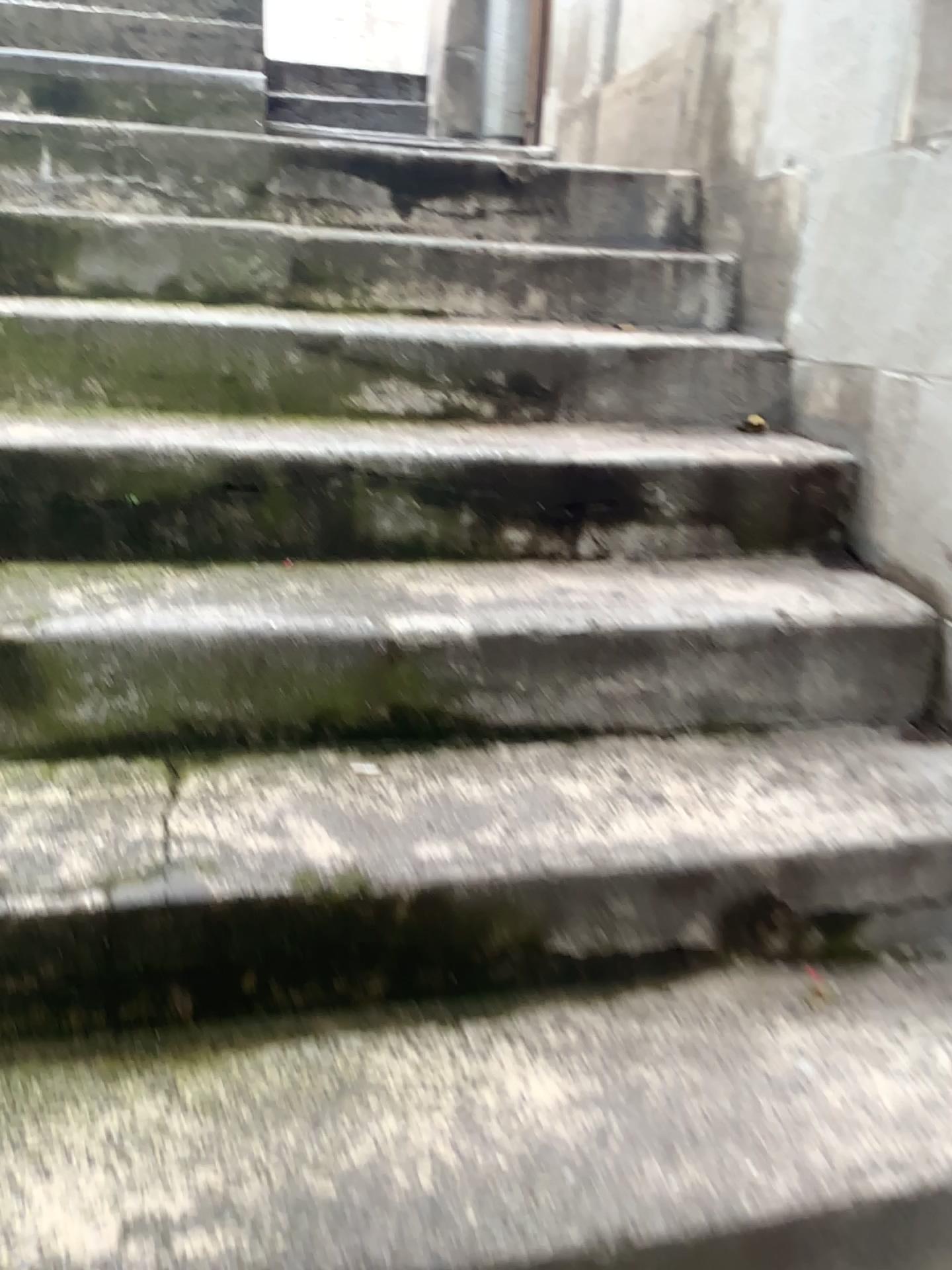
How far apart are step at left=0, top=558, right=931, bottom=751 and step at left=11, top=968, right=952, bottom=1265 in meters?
0.4 m

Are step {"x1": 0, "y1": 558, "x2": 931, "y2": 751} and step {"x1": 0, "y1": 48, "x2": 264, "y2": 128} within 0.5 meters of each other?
no

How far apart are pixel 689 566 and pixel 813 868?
0.6 meters

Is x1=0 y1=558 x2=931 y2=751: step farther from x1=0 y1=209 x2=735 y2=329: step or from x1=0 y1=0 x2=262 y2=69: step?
x1=0 y1=0 x2=262 y2=69: step

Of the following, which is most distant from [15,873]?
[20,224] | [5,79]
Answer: [5,79]

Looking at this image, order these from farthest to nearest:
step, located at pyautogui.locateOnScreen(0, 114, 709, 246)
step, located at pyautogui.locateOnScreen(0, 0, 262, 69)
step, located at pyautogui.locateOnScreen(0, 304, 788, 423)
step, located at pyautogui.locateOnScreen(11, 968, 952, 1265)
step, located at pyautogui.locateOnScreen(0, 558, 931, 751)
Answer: step, located at pyautogui.locateOnScreen(0, 0, 262, 69) < step, located at pyautogui.locateOnScreen(0, 114, 709, 246) < step, located at pyautogui.locateOnScreen(0, 304, 788, 423) < step, located at pyautogui.locateOnScreen(0, 558, 931, 751) < step, located at pyautogui.locateOnScreen(11, 968, 952, 1265)

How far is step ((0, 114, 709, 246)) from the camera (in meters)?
2.13

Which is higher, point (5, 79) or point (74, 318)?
point (5, 79)

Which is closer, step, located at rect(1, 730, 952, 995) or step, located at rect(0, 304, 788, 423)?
step, located at rect(1, 730, 952, 995)

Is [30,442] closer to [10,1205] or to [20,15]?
[10,1205]
